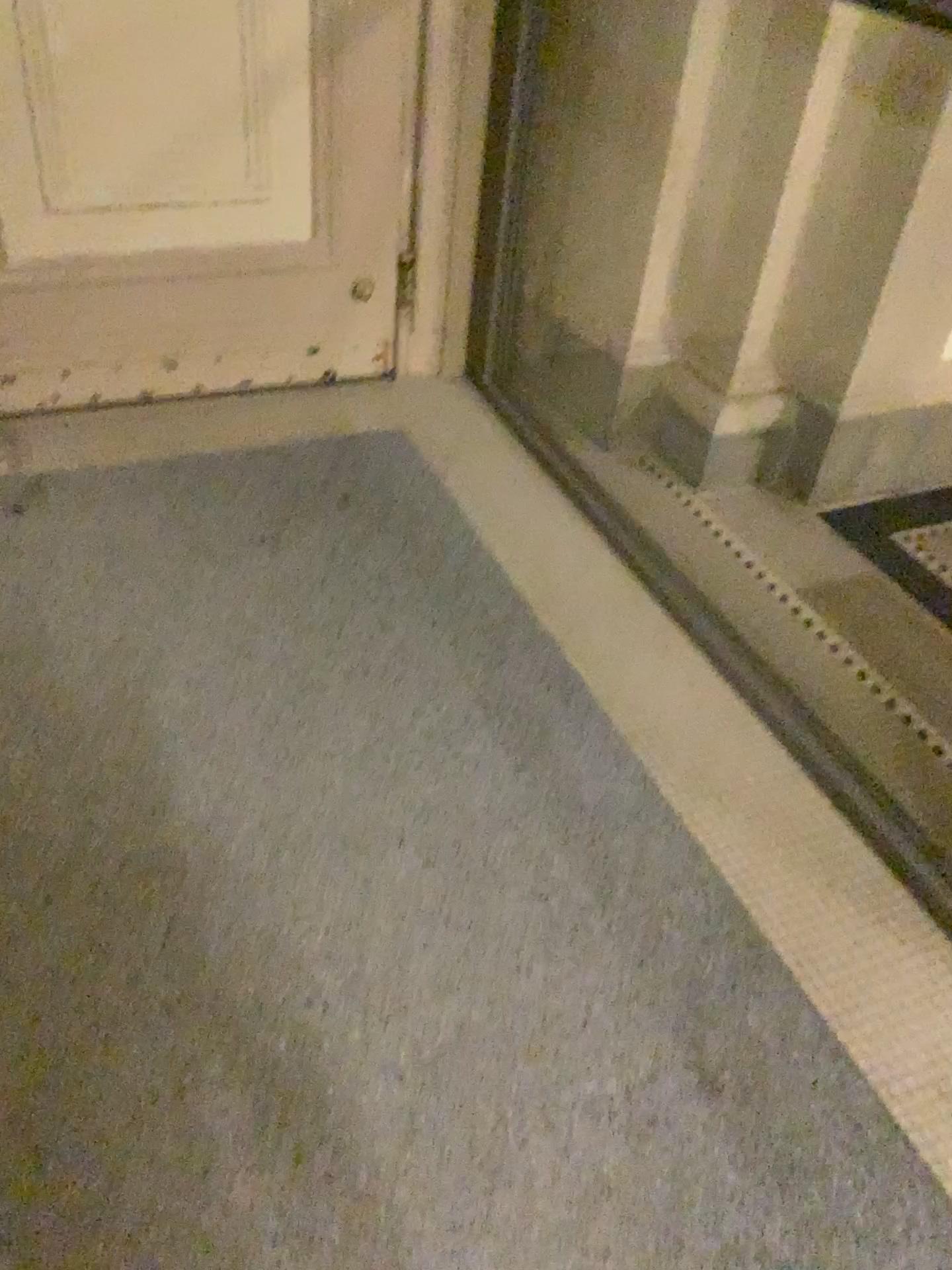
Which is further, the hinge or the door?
the hinge

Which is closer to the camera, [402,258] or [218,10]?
[218,10]

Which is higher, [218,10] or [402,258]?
[218,10]

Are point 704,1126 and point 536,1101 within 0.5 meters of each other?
yes
